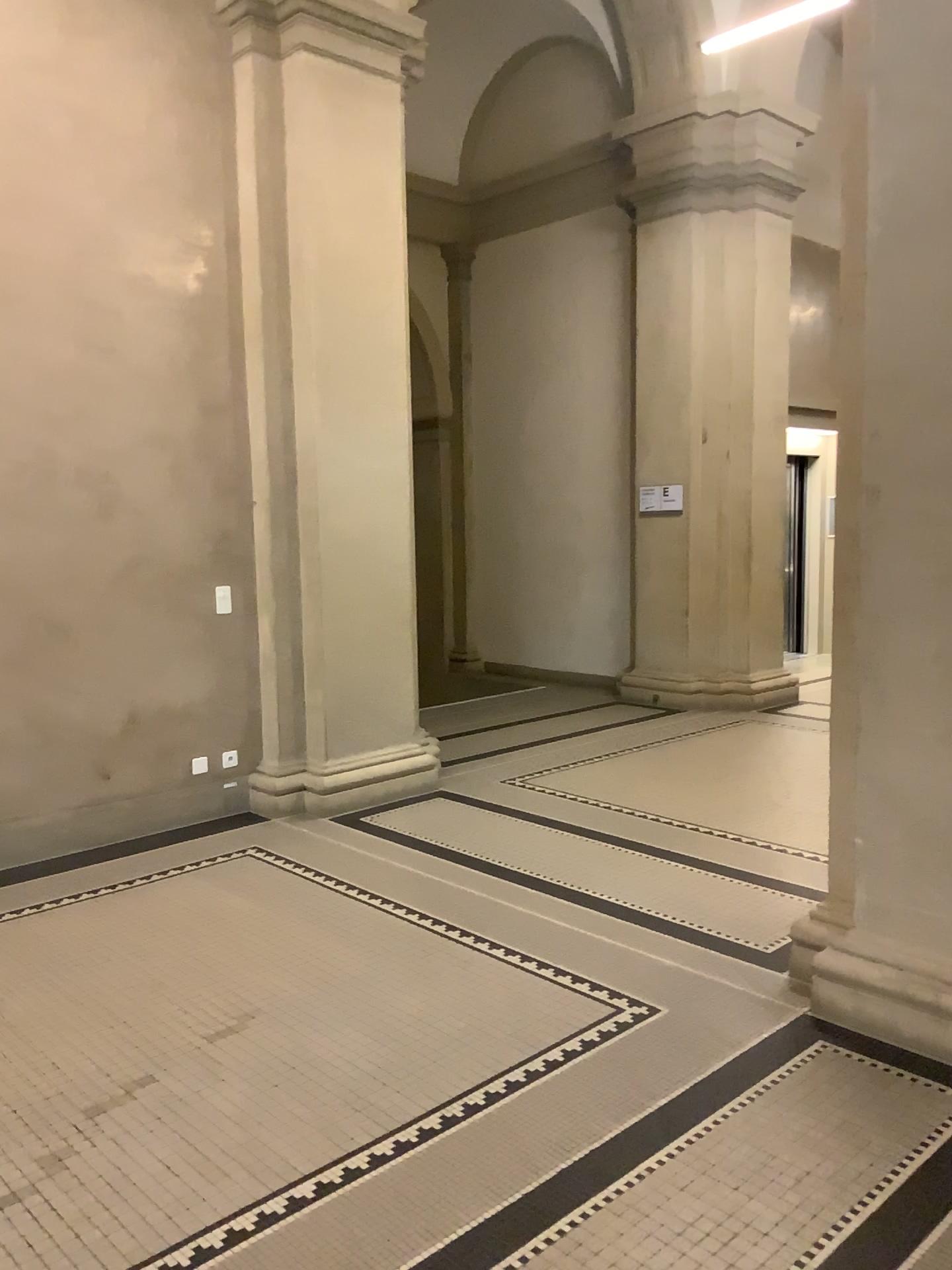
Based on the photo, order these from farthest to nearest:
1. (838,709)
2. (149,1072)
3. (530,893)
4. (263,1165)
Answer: (530,893), (838,709), (149,1072), (263,1165)

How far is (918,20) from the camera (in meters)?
2.93

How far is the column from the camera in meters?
2.9

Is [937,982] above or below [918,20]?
below
